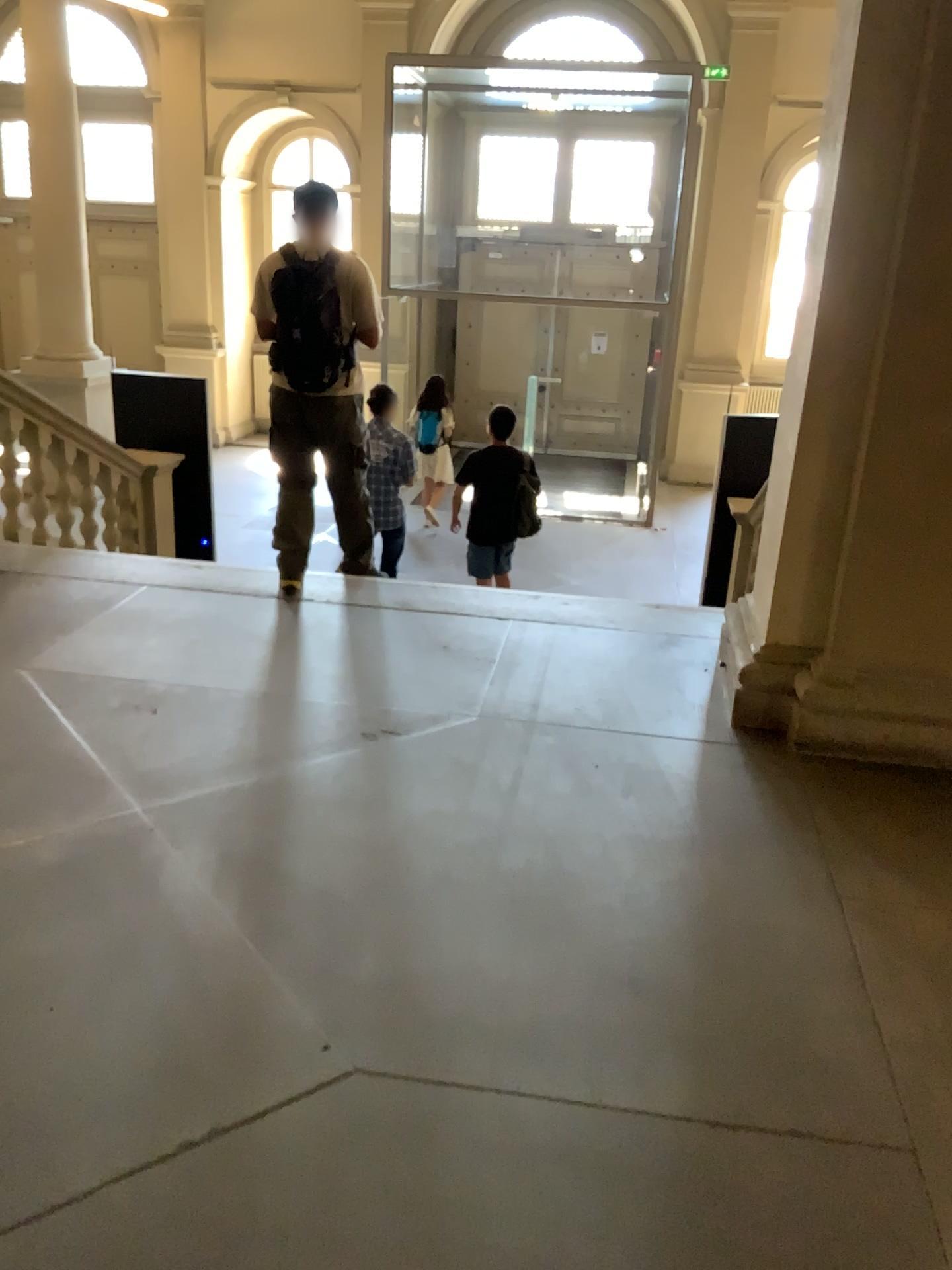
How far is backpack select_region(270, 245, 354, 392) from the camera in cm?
445

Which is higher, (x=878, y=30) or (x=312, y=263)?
(x=878, y=30)

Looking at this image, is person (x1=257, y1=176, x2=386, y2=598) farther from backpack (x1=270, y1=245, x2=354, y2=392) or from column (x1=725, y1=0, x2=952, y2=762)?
column (x1=725, y1=0, x2=952, y2=762)

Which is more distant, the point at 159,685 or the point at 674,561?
the point at 674,561

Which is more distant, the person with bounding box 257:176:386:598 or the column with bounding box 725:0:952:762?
the person with bounding box 257:176:386:598

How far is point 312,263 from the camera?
4.5m

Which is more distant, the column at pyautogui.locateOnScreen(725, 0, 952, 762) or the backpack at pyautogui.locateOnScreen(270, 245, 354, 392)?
the backpack at pyautogui.locateOnScreen(270, 245, 354, 392)

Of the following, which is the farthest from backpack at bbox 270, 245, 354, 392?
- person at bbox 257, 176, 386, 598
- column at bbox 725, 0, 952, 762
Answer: column at bbox 725, 0, 952, 762

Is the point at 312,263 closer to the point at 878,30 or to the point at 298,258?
the point at 298,258
